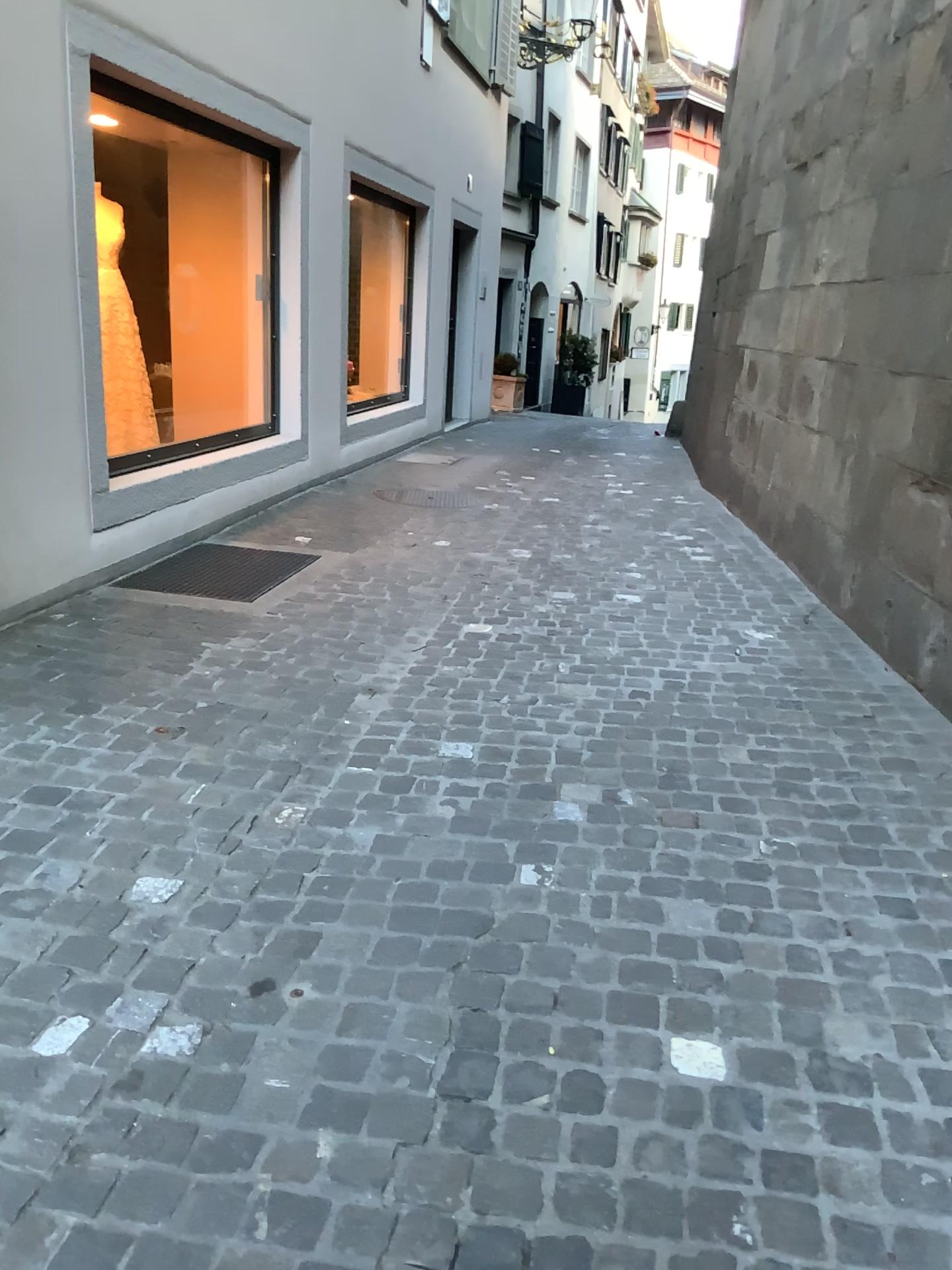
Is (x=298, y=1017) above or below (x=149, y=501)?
below
